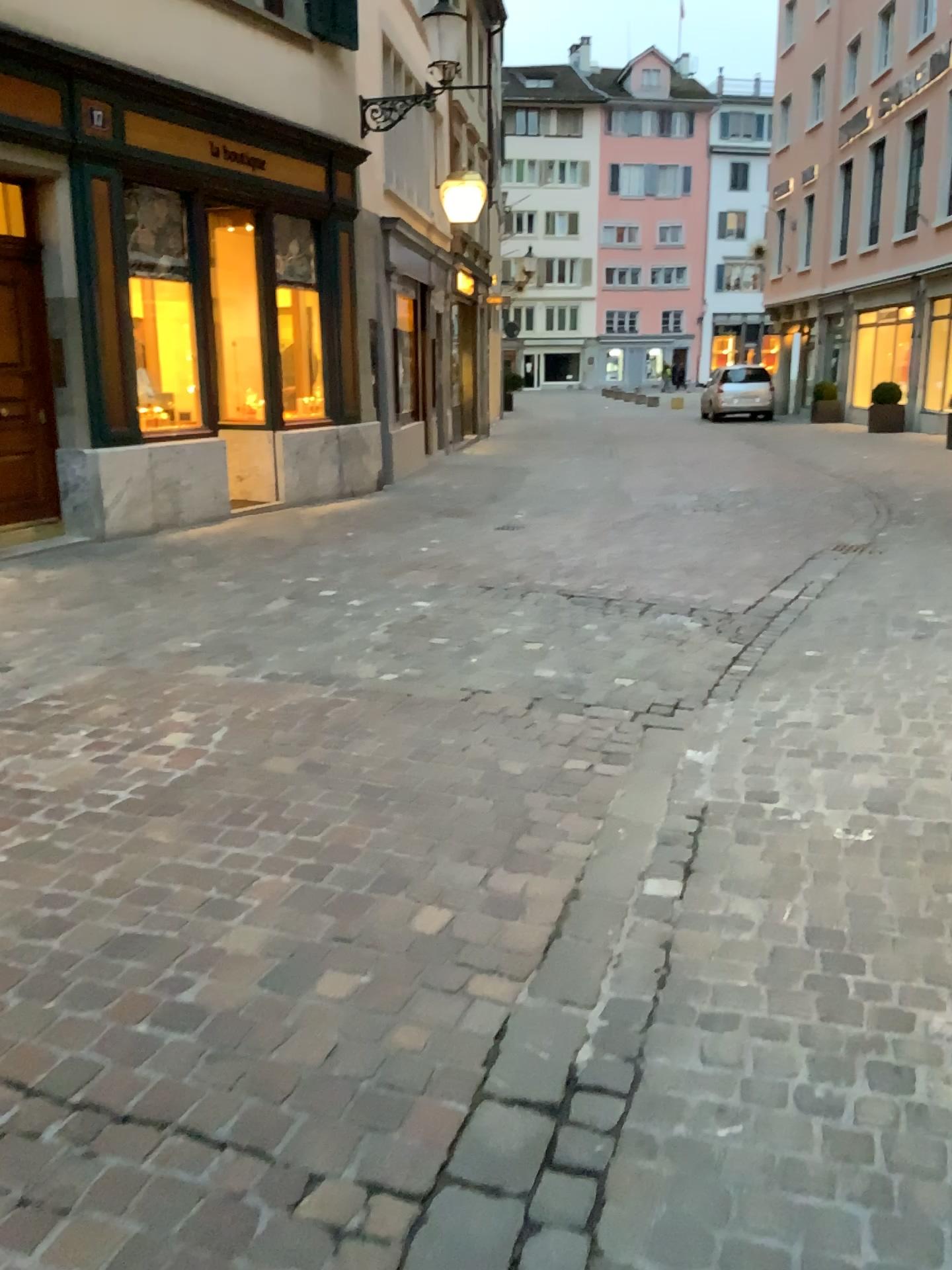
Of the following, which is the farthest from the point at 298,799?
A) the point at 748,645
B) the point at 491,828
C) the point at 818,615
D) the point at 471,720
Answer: the point at 818,615
